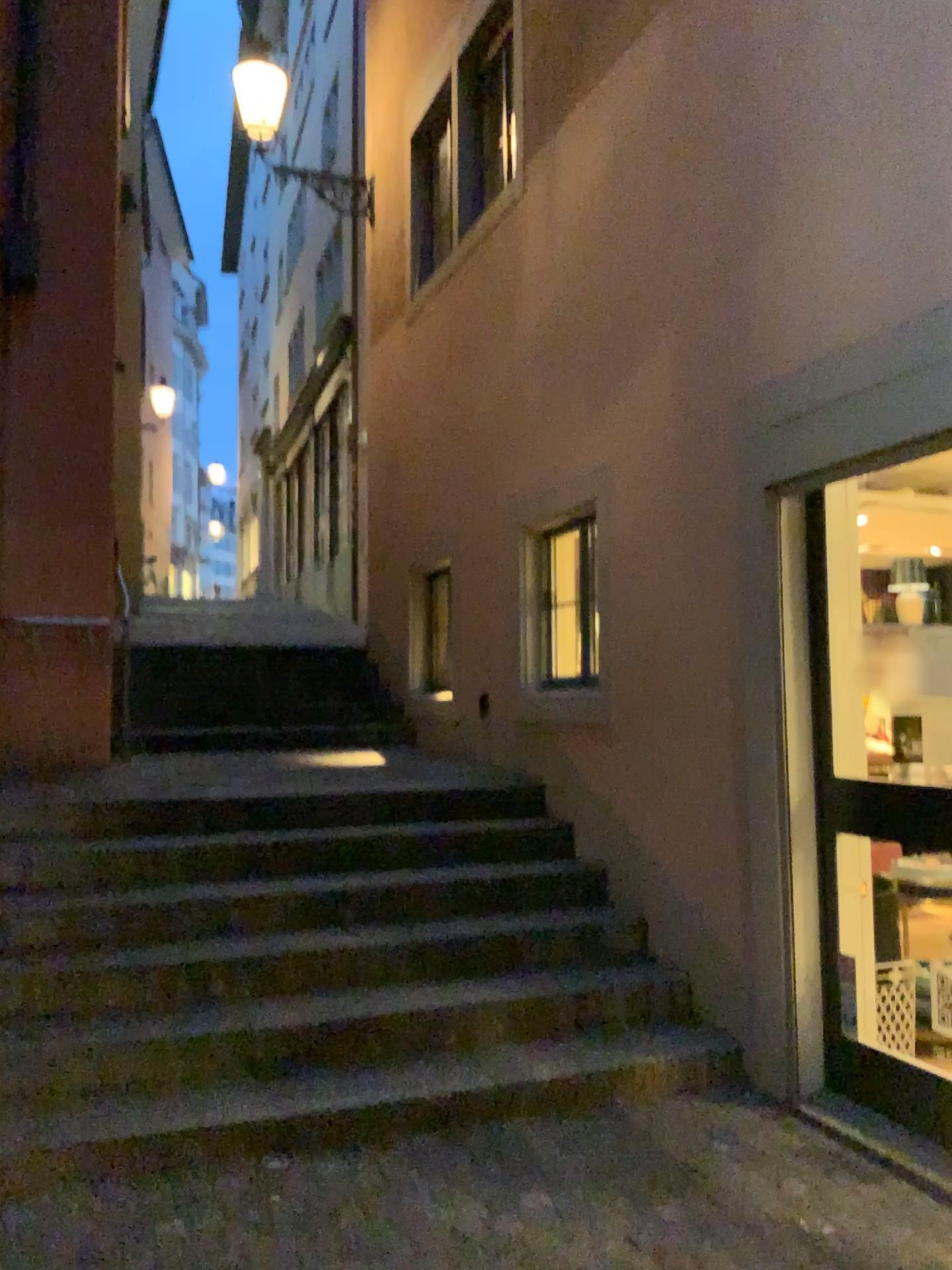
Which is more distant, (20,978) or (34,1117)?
(20,978)

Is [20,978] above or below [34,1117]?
above

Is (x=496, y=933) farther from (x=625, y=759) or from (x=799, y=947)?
(x=799, y=947)

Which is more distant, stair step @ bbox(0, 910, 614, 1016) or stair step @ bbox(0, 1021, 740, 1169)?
stair step @ bbox(0, 910, 614, 1016)
